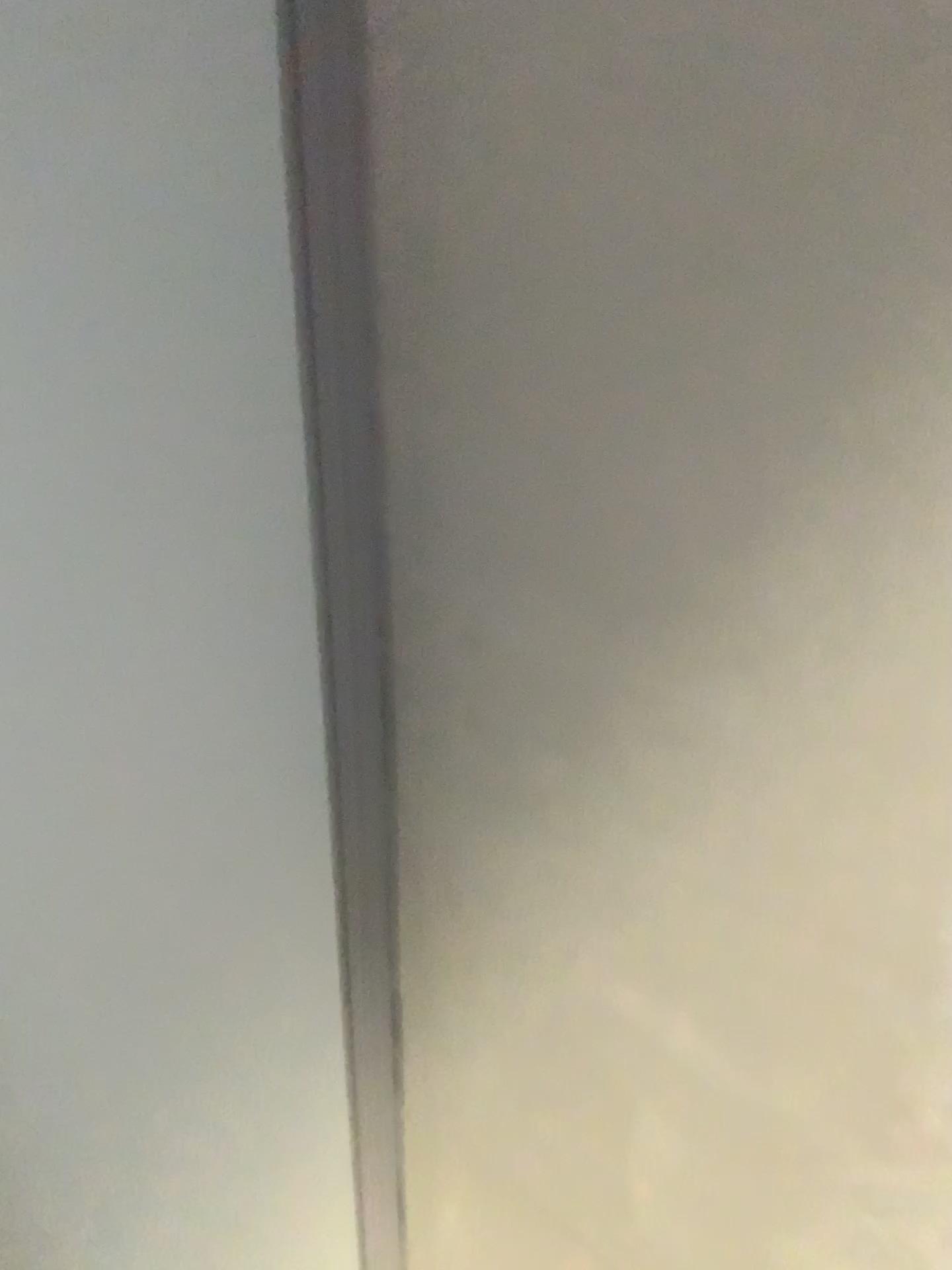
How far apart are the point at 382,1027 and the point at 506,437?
0.41m
